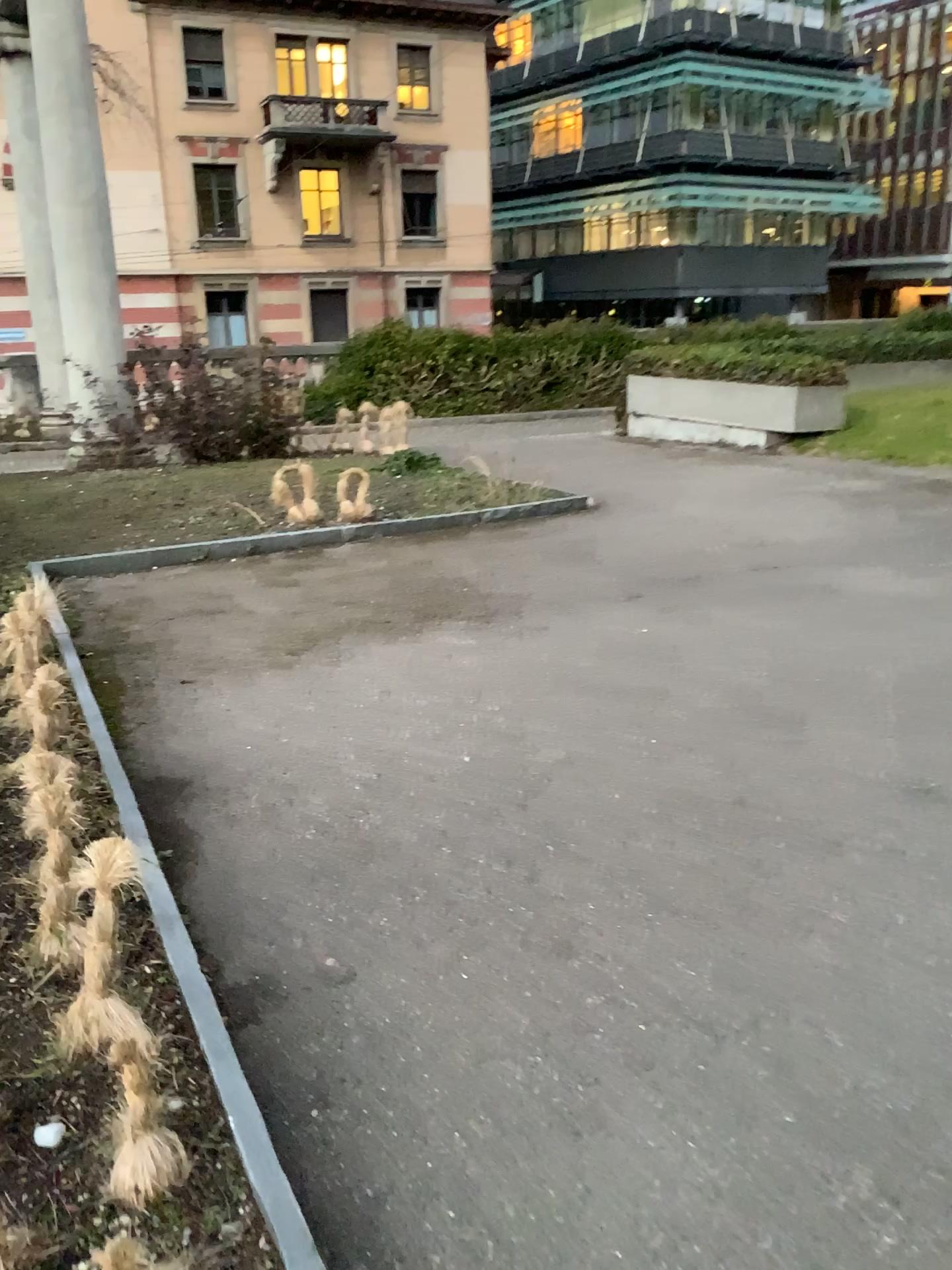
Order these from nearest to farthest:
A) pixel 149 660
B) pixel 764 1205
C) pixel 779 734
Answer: pixel 764 1205 < pixel 779 734 < pixel 149 660
